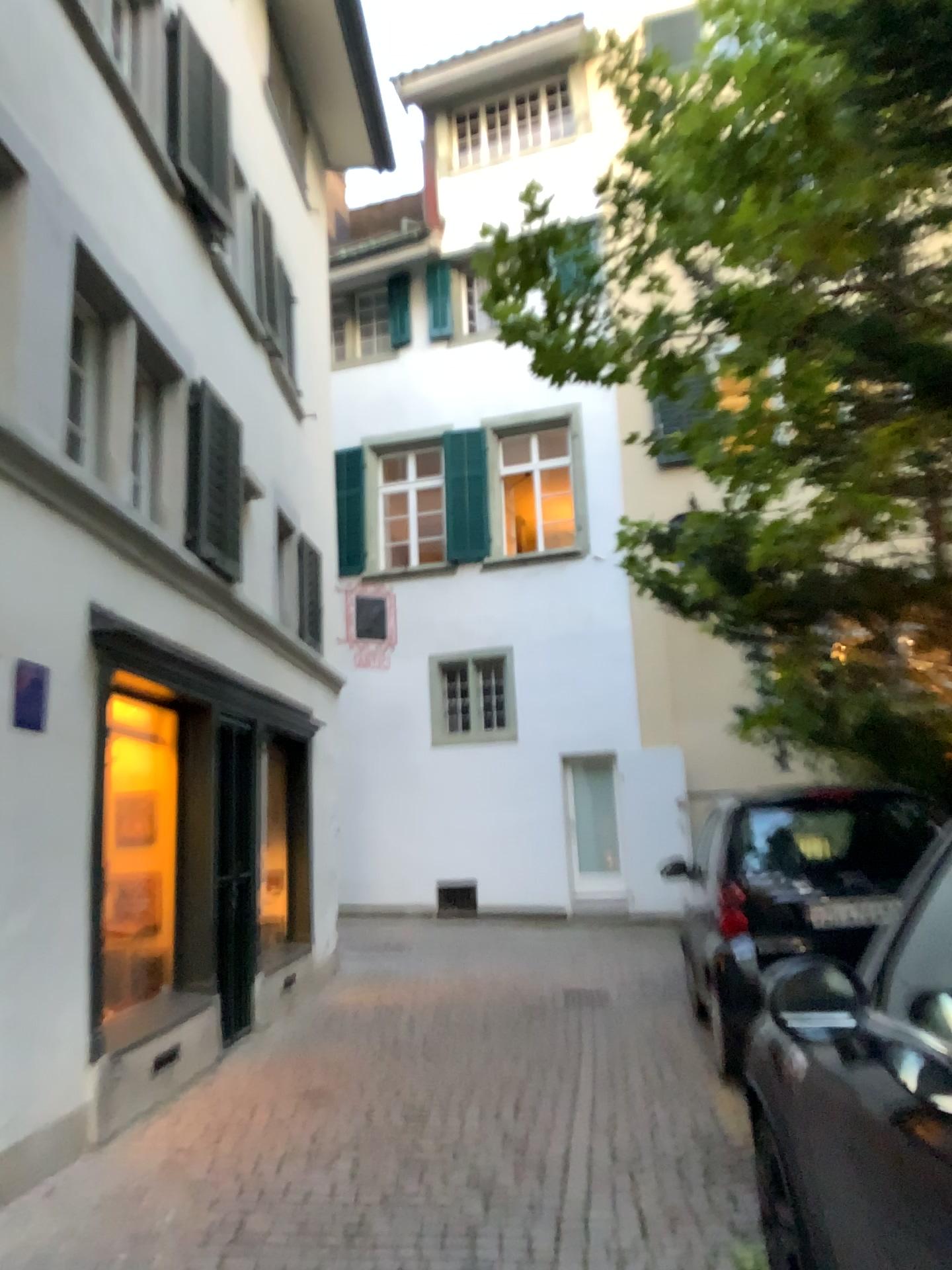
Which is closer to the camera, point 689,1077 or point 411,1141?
point 411,1141
